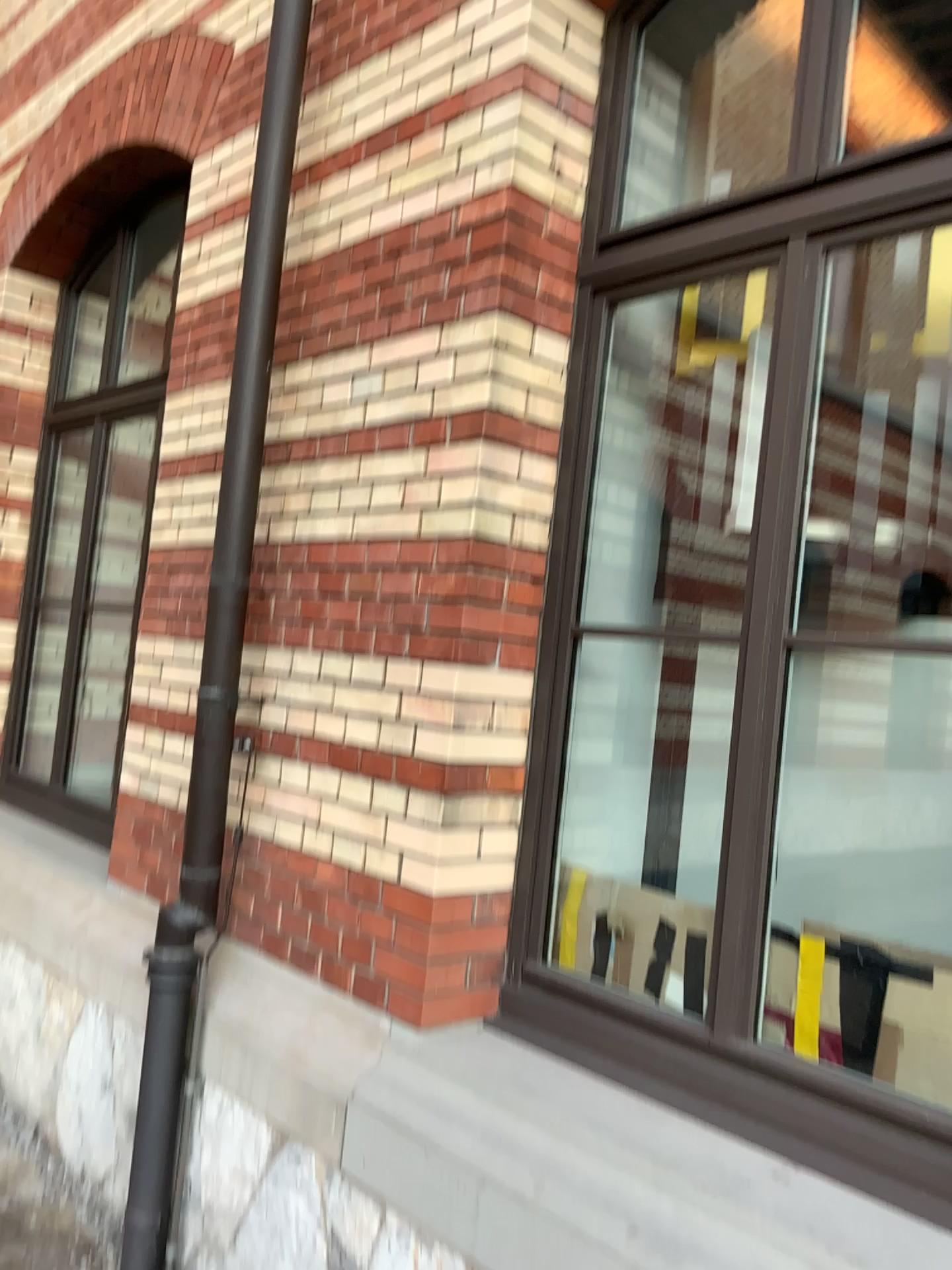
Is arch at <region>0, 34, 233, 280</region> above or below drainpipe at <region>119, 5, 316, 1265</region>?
above

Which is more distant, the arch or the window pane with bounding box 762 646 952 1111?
the arch

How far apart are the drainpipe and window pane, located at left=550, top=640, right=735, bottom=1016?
0.9m

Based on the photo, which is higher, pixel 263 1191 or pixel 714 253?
pixel 714 253

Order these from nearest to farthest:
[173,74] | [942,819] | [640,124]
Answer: [942,819], [640,124], [173,74]

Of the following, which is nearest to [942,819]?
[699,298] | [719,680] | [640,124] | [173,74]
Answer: [719,680]

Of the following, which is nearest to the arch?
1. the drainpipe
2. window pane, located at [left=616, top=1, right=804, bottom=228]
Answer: the drainpipe

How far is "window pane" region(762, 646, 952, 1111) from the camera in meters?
2.3

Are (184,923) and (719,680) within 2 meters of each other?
yes

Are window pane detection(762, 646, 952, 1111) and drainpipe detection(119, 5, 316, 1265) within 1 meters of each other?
no
